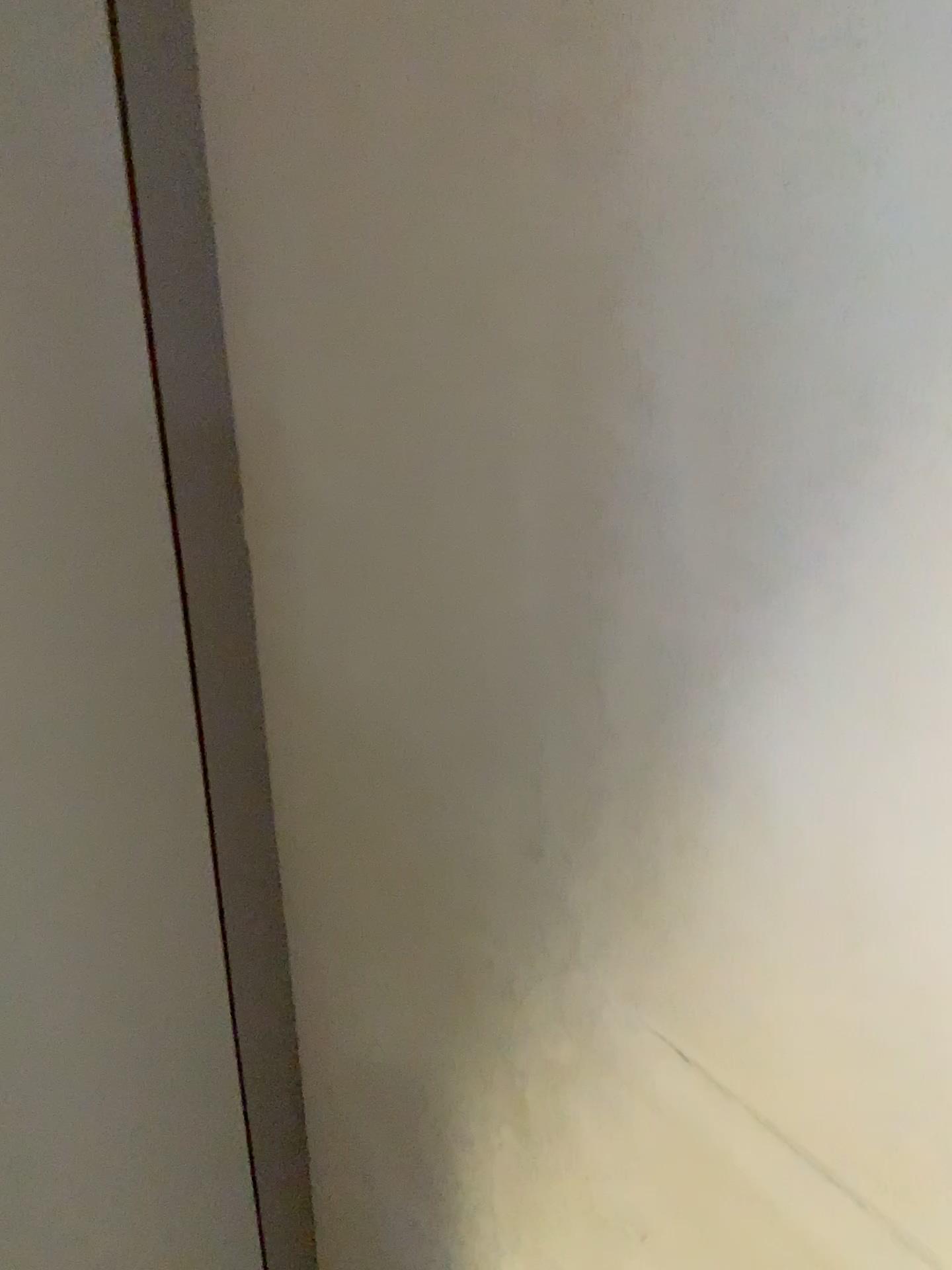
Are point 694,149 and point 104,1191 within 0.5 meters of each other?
no

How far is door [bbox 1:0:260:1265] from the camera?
0.60m

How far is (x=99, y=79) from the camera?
0.6m
